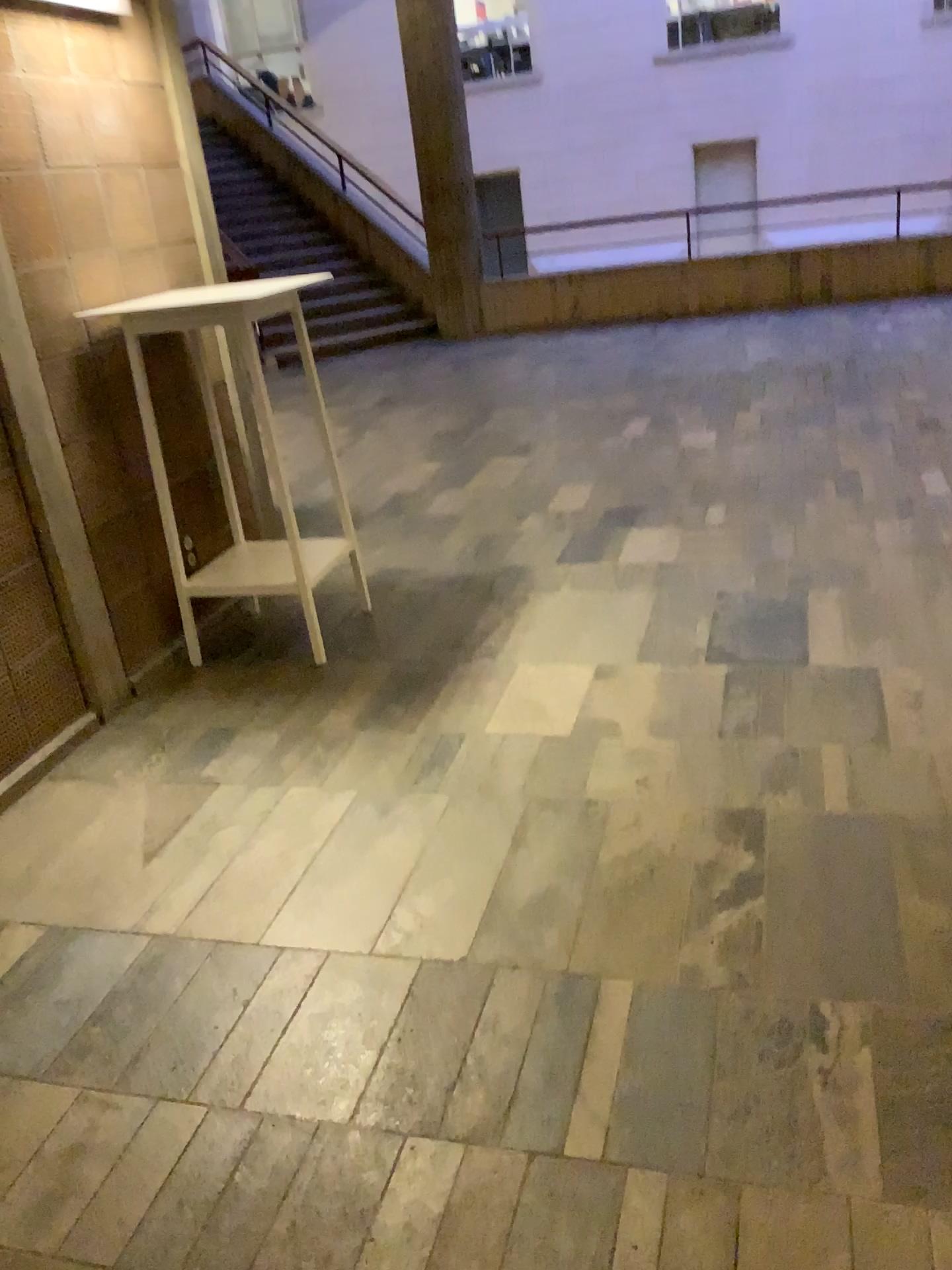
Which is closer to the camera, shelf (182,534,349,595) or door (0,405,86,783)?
door (0,405,86,783)

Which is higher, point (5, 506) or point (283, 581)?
point (5, 506)

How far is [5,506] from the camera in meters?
2.9 m

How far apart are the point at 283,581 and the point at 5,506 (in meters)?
1.04

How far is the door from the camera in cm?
291

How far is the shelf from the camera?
3.7 meters

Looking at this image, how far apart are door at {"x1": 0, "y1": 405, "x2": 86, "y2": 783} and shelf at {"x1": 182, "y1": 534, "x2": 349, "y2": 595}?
0.68m

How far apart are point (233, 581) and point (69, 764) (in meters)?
0.95
